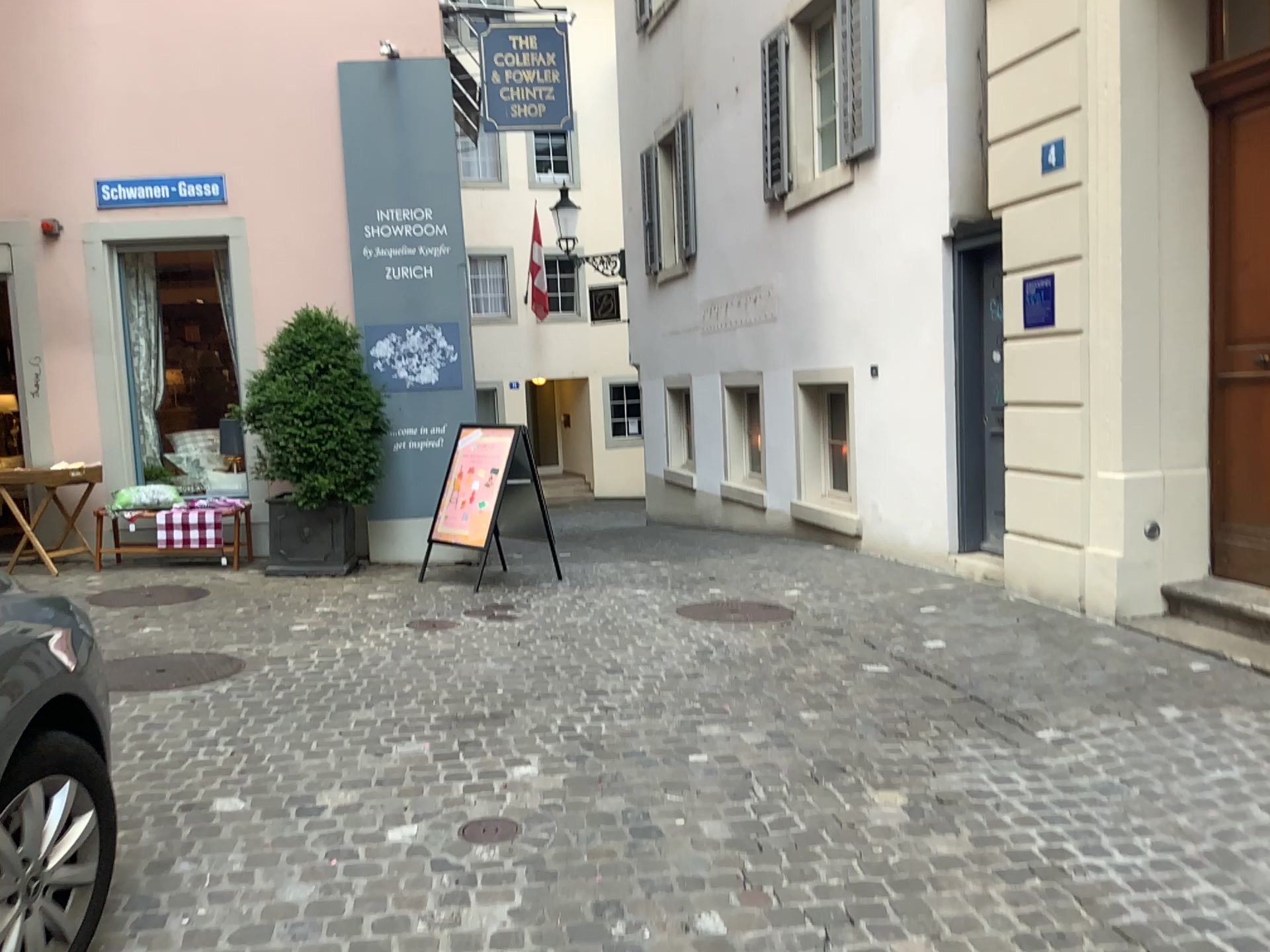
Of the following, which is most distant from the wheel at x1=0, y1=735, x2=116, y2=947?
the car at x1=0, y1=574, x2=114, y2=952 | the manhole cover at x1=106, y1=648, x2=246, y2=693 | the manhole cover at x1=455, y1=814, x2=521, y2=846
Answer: the manhole cover at x1=106, y1=648, x2=246, y2=693

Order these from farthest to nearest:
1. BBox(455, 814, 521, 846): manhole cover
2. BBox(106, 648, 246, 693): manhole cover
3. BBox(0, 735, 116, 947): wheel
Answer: BBox(106, 648, 246, 693): manhole cover → BBox(455, 814, 521, 846): manhole cover → BBox(0, 735, 116, 947): wheel

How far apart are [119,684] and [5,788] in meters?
2.3

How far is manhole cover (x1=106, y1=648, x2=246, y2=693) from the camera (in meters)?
4.35

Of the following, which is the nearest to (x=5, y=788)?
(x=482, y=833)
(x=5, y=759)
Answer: (x=5, y=759)

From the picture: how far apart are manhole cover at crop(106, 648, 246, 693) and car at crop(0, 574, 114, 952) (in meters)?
2.06

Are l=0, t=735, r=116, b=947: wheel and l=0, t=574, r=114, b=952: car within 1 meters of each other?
yes

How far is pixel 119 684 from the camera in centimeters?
434cm

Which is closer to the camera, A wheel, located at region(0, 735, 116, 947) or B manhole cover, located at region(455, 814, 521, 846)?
A wheel, located at region(0, 735, 116, 947)

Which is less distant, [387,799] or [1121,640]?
[387,799]
